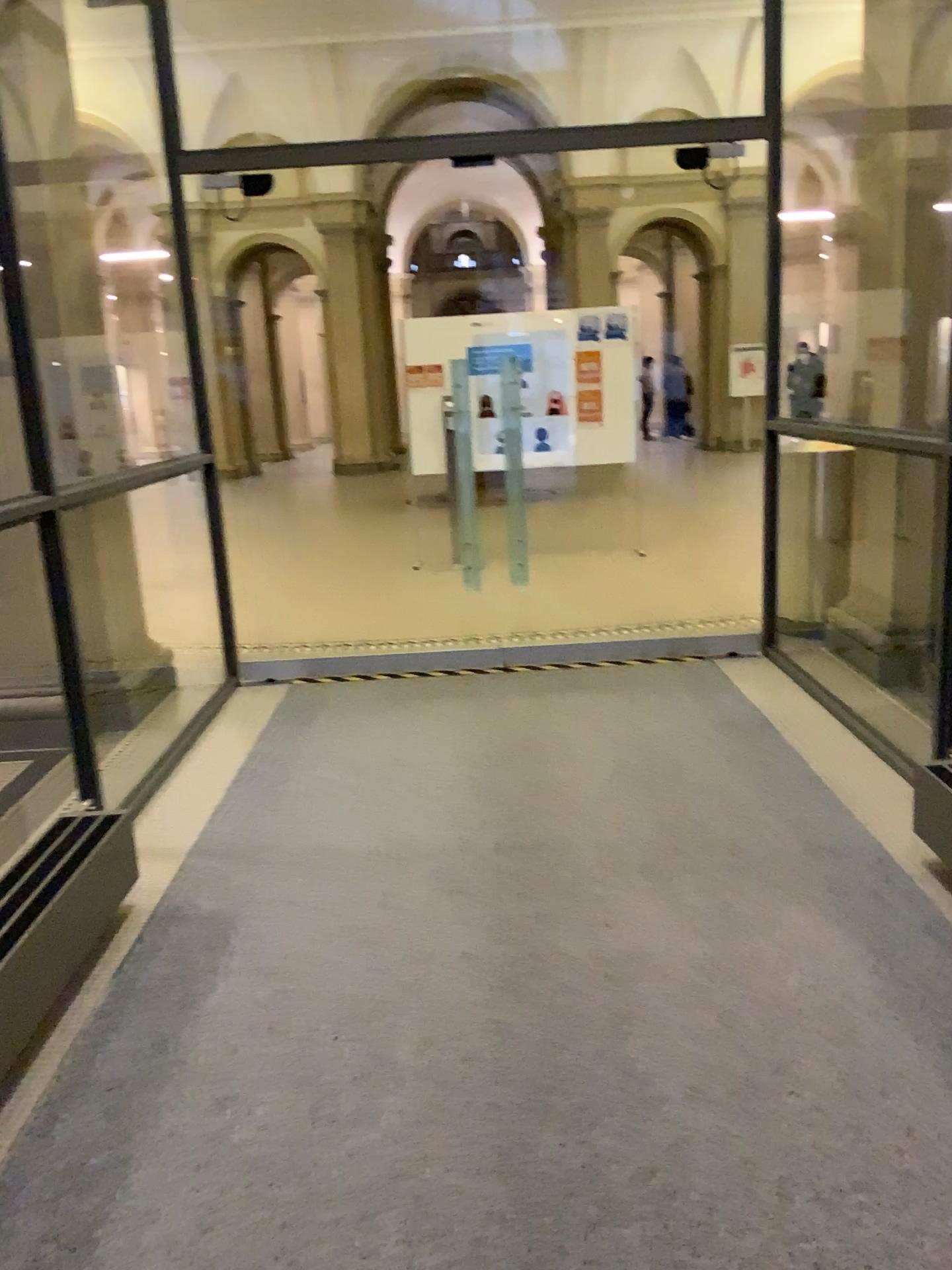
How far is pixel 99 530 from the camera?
4.80m
